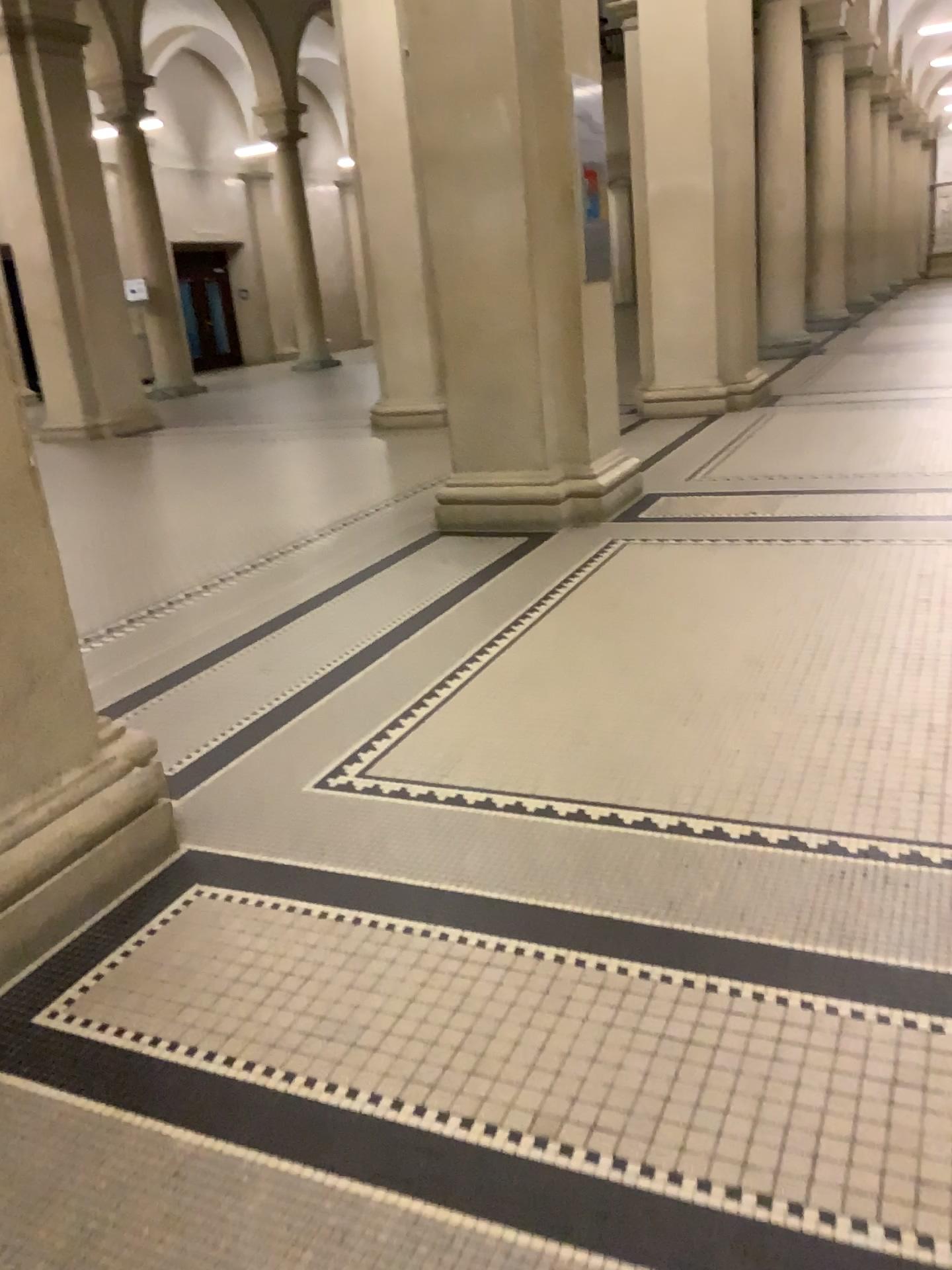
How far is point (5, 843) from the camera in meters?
2.1 m

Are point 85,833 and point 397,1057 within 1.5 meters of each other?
yes

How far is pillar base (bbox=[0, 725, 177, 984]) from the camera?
2.1m
